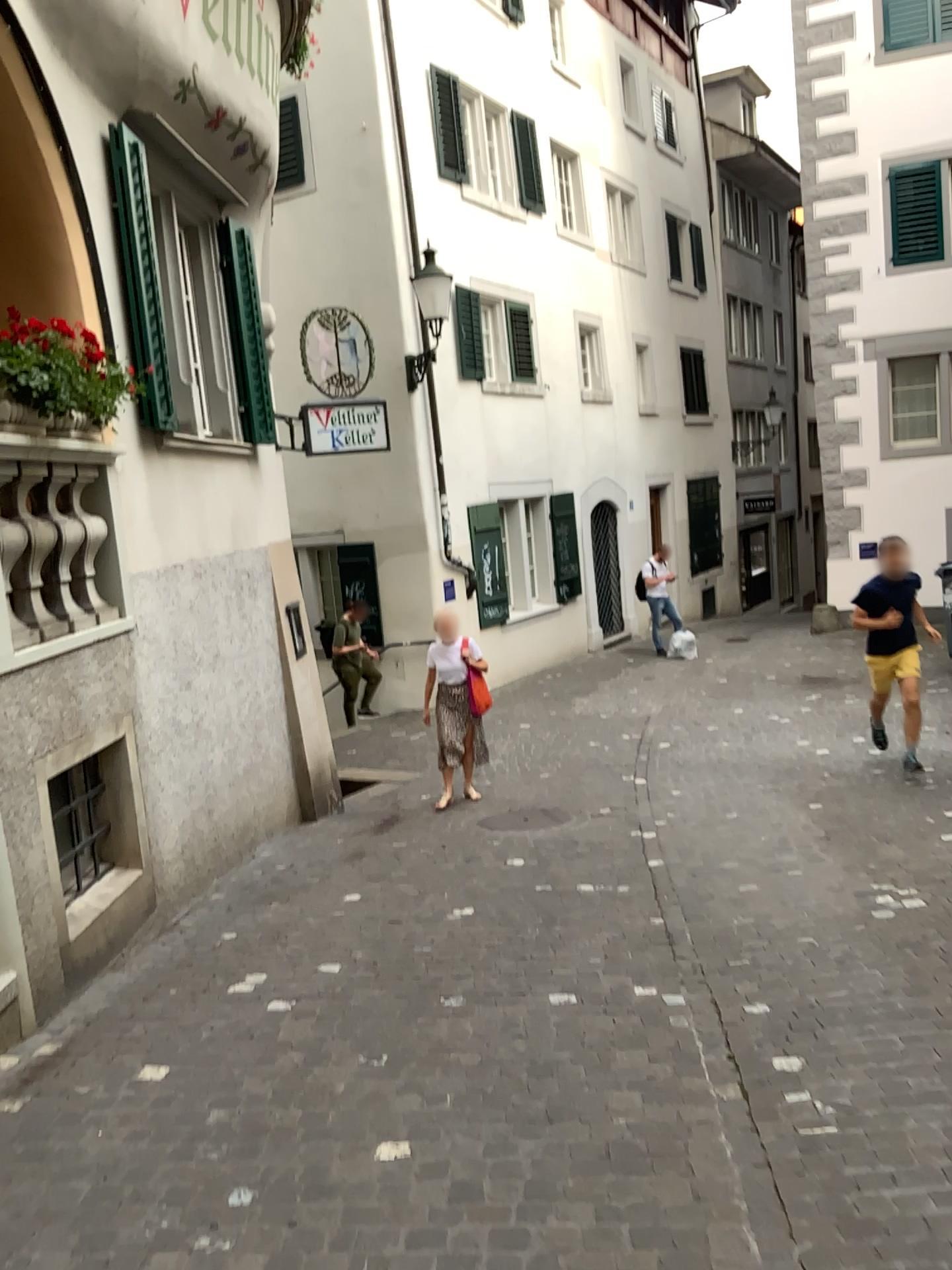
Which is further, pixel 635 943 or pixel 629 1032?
pixel 635 943
